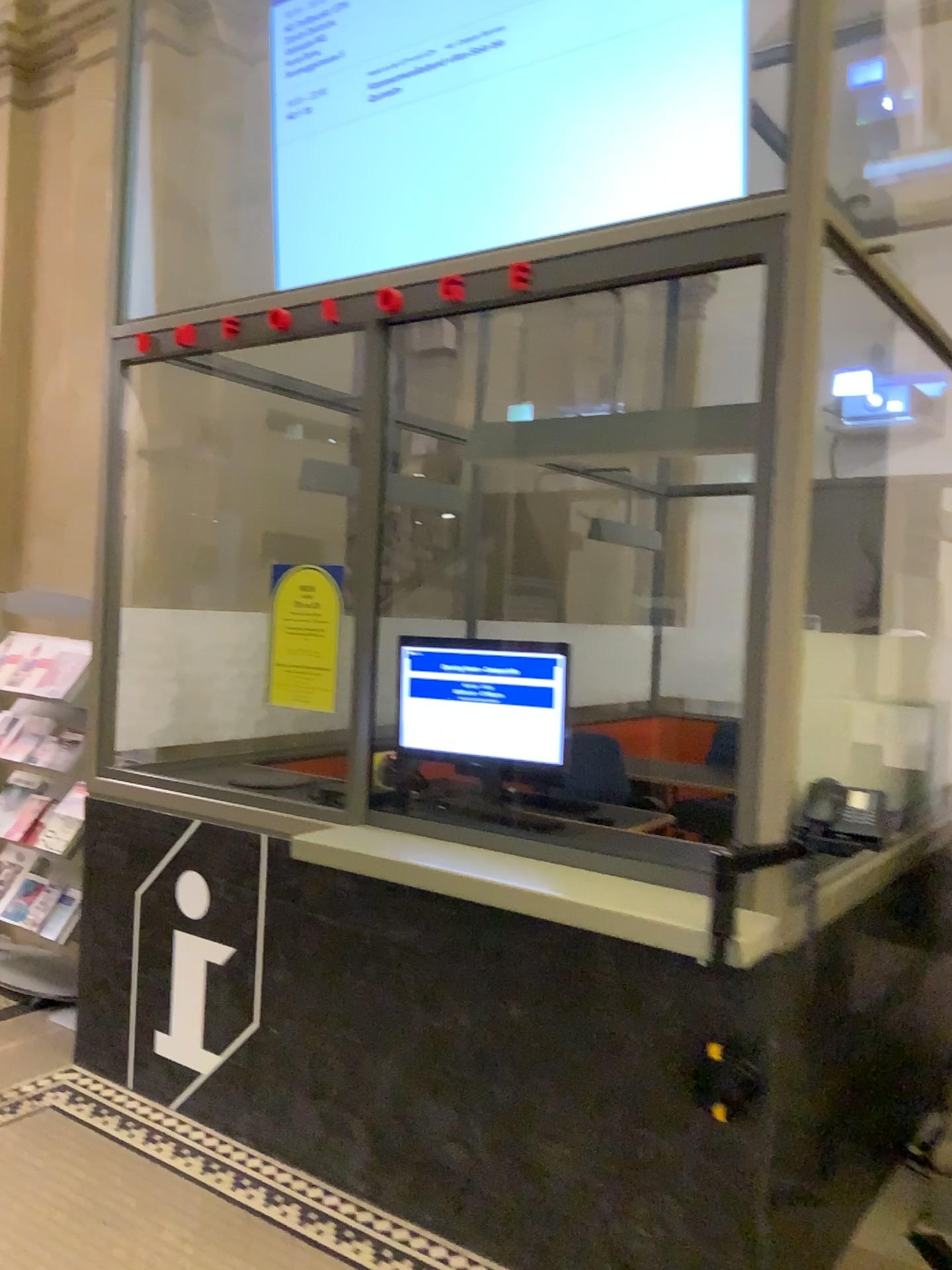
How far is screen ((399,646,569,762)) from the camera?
2.88m

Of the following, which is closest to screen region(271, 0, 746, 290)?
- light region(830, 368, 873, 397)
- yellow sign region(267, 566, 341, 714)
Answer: light region(830, 368, 873, 397)

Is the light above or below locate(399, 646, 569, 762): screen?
above

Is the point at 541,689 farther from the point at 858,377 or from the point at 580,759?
the point at 858,377

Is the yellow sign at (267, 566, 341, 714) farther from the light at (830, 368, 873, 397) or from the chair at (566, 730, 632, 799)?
the light at (830, 368, 873, 397)

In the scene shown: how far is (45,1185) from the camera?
2.8 meters

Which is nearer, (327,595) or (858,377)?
(858,377)

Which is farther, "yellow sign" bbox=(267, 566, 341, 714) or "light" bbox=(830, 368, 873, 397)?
"yellow sign" bbox=(267, 566, 341, 714)

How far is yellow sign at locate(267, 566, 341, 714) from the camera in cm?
303

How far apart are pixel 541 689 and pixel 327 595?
0.7 meters
